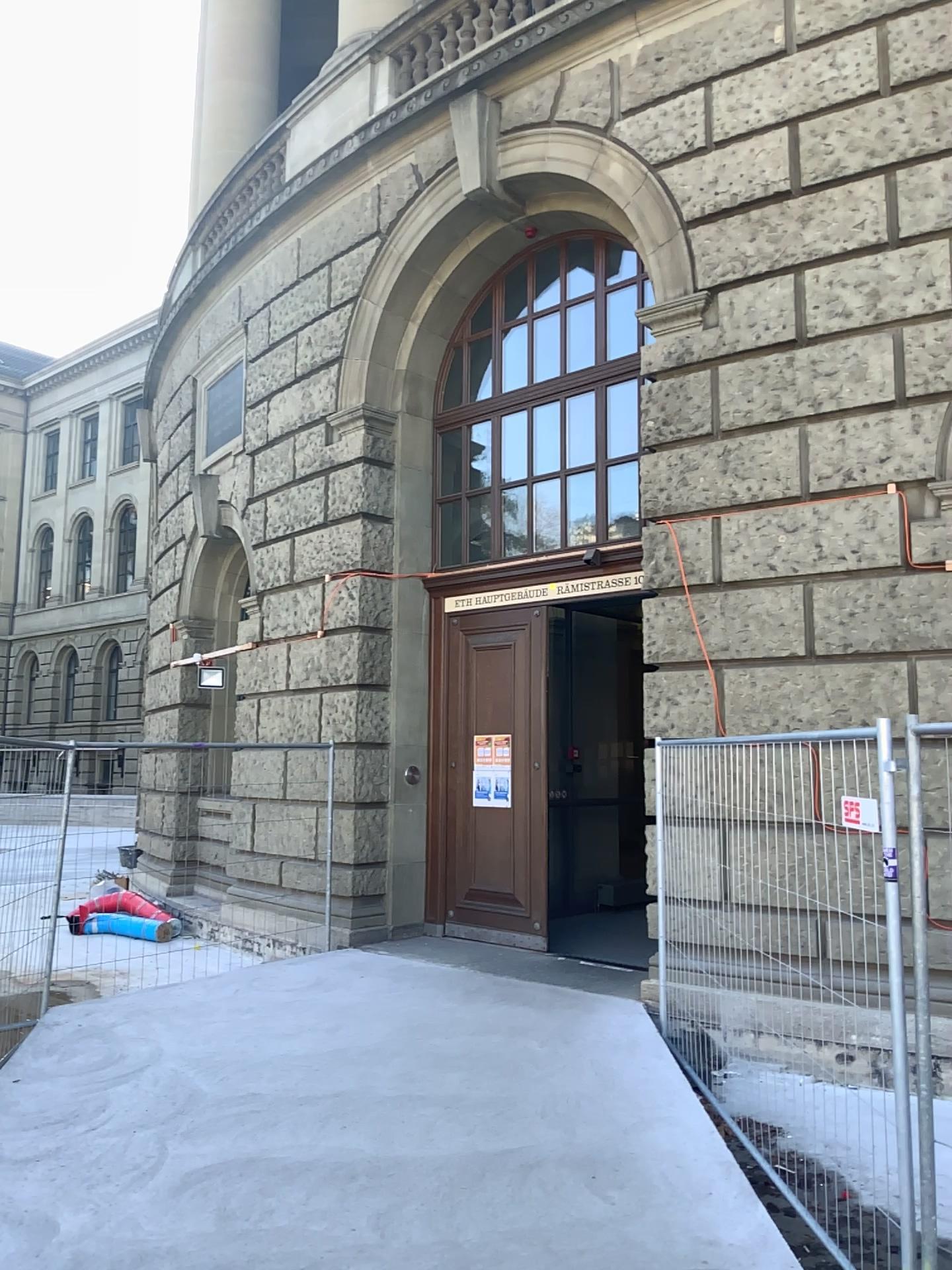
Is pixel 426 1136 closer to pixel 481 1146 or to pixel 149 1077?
pixel 481 1146
